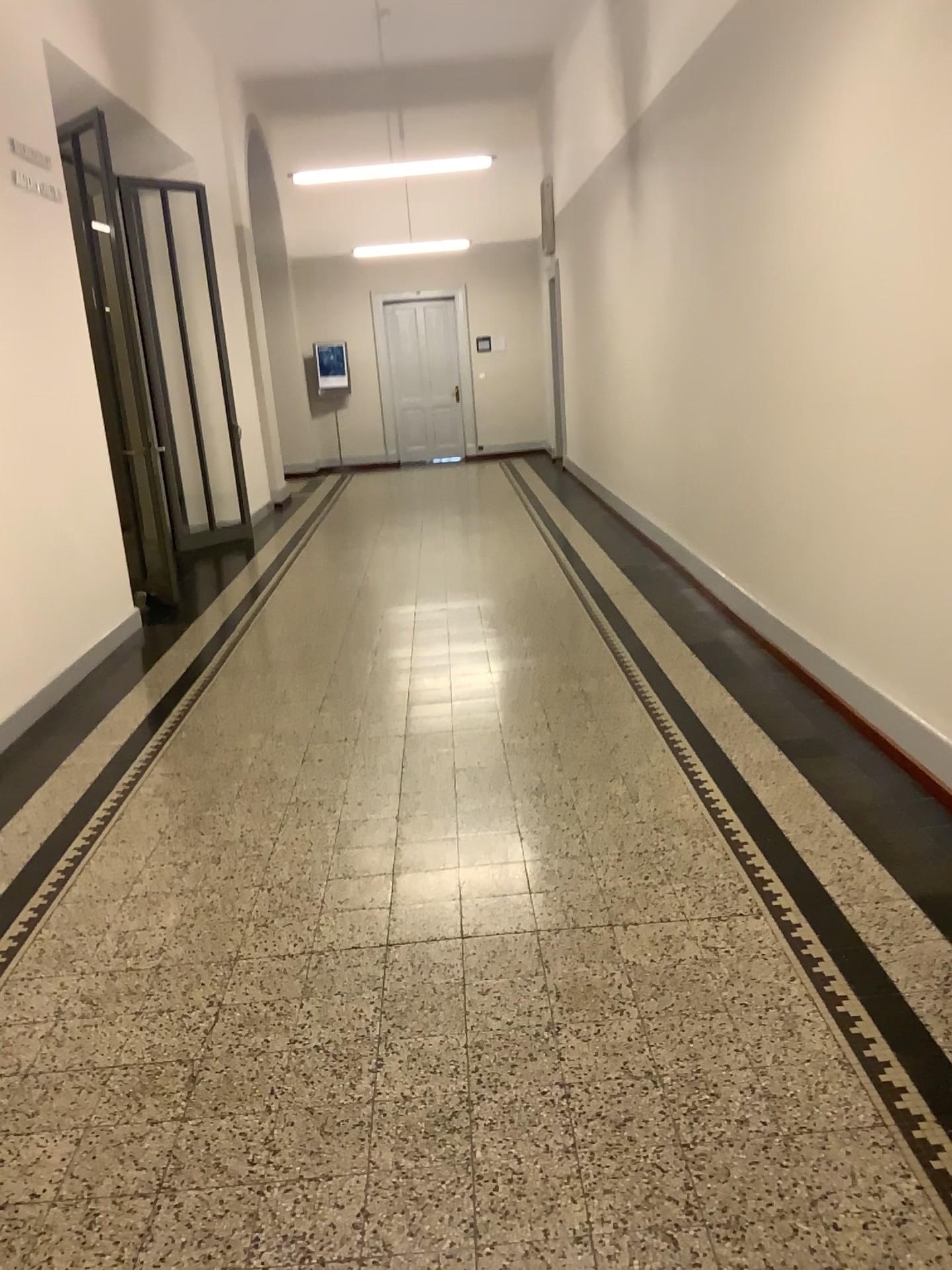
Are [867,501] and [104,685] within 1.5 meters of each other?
no
